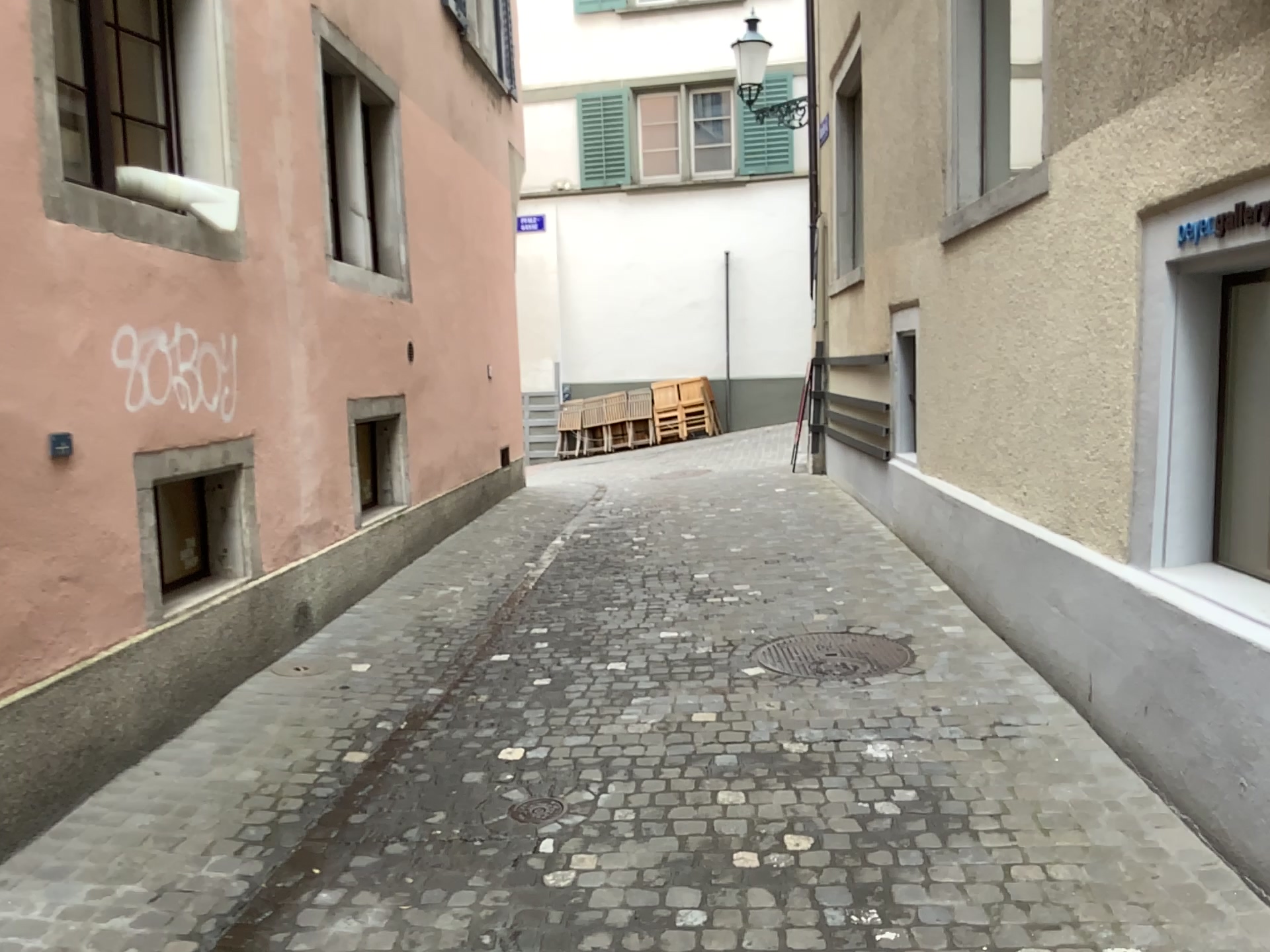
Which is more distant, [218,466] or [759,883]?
[218,466]

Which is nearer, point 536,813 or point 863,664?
point 536,813

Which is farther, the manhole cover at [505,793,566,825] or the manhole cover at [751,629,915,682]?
the manhole cover at [751,629,915,682]
